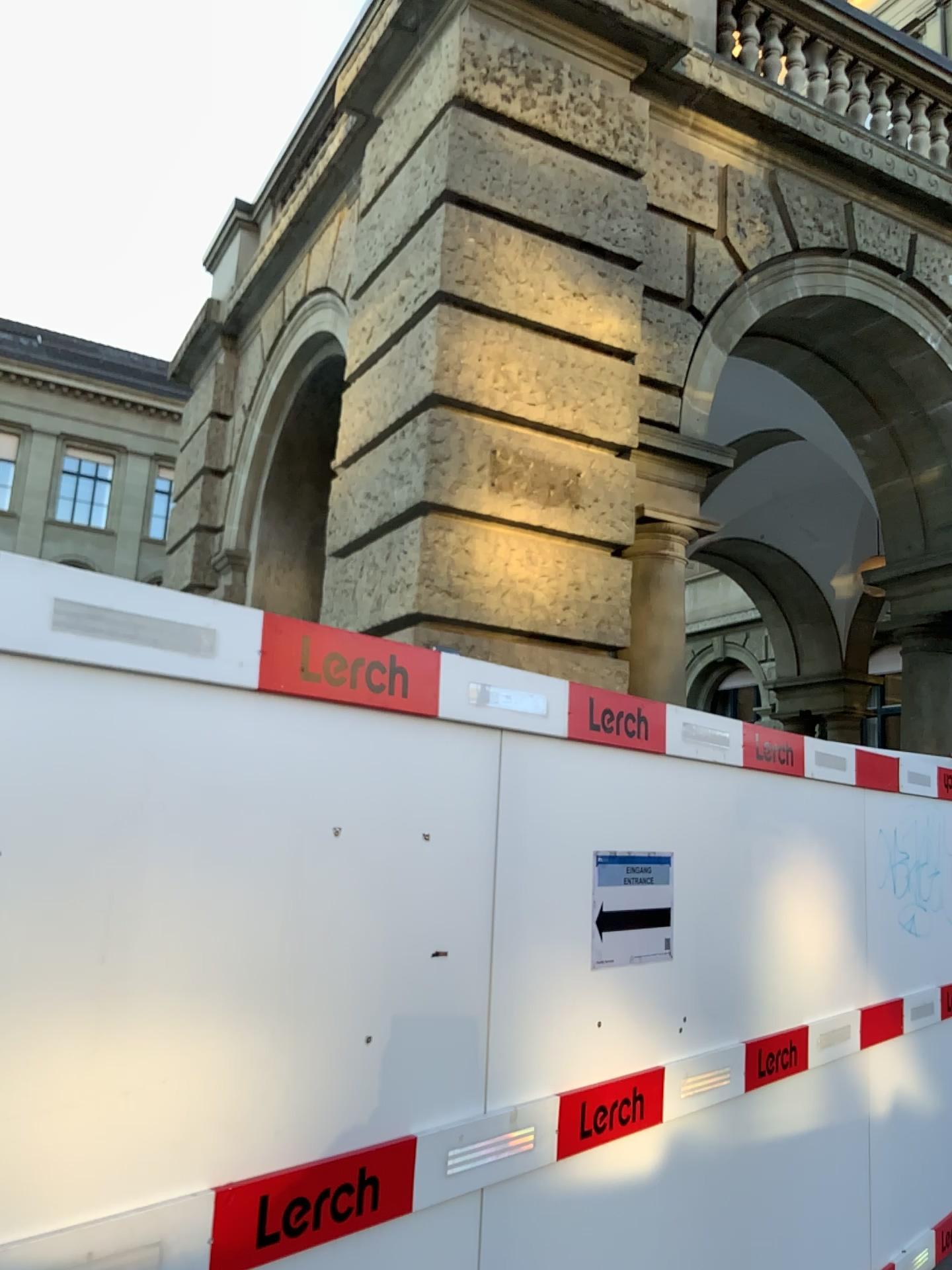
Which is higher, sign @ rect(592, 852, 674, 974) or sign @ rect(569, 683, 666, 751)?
sign @ rect(569, 683, 666, 751)

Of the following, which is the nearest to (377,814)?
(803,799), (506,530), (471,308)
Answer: (803,799)

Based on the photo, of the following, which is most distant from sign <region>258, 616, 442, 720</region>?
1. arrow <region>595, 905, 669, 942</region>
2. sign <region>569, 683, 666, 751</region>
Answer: arrow <region>595, 905, 669, 942</region>

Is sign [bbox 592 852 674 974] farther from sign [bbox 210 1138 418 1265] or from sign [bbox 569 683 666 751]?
sign [bbox 210 1138 418 1265]

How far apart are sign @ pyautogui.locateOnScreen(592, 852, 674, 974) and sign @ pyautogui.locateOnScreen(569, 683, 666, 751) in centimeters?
31cm

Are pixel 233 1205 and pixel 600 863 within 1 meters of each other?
no

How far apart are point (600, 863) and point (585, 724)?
0.36m

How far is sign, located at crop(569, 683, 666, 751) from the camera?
2.8m

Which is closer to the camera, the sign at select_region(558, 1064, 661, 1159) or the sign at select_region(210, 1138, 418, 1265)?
the sign at select_region(210, 1138, 418, 1265)

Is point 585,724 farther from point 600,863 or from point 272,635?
point 272,635
